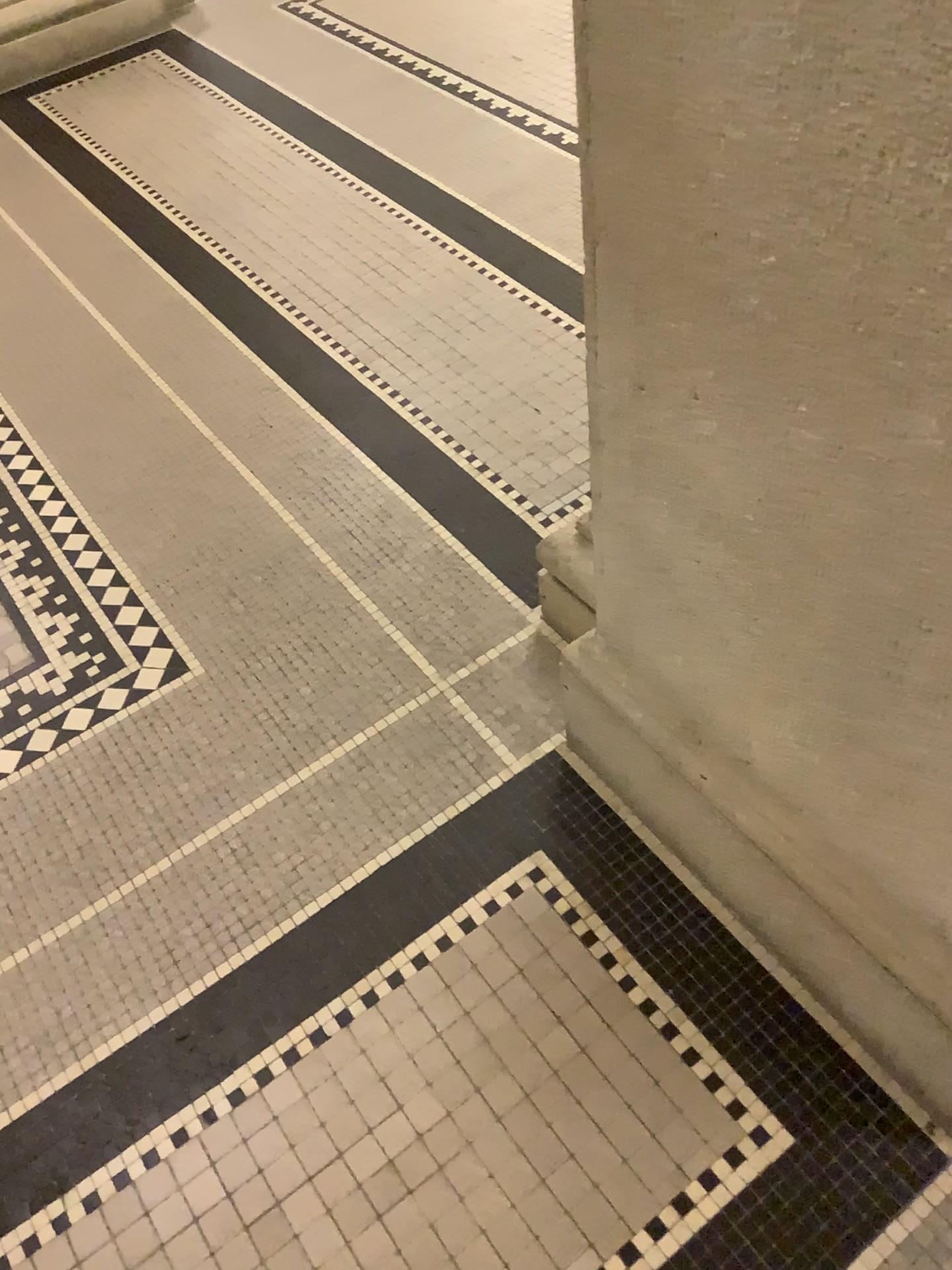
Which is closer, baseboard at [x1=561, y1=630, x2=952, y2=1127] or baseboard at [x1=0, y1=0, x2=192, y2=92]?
baseboard at [x1=561, y1=630, x2=952, y2=1127]

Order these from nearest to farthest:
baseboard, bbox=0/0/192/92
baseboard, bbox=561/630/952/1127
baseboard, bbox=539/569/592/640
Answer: baseboard, bbox=561/630/952/1127, baseboard, bbox=539/569/592/640, baseboard, bbox=0/0/192/92

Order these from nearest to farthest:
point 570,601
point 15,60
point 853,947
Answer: point 853,947 → point 570,601 → point 15,60

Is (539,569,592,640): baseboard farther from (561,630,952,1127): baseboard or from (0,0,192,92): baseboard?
(0,0,192,92): baseboard

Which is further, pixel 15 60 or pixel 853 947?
pixel 15 60

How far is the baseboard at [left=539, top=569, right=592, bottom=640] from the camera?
1.63m

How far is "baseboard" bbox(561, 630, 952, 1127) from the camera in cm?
117

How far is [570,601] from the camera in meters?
1.6

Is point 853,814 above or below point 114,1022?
above

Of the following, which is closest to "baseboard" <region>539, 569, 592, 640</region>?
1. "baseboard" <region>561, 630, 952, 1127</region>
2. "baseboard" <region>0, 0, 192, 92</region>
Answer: "baseboard" <region>561, 630, 952, 1127</region>
